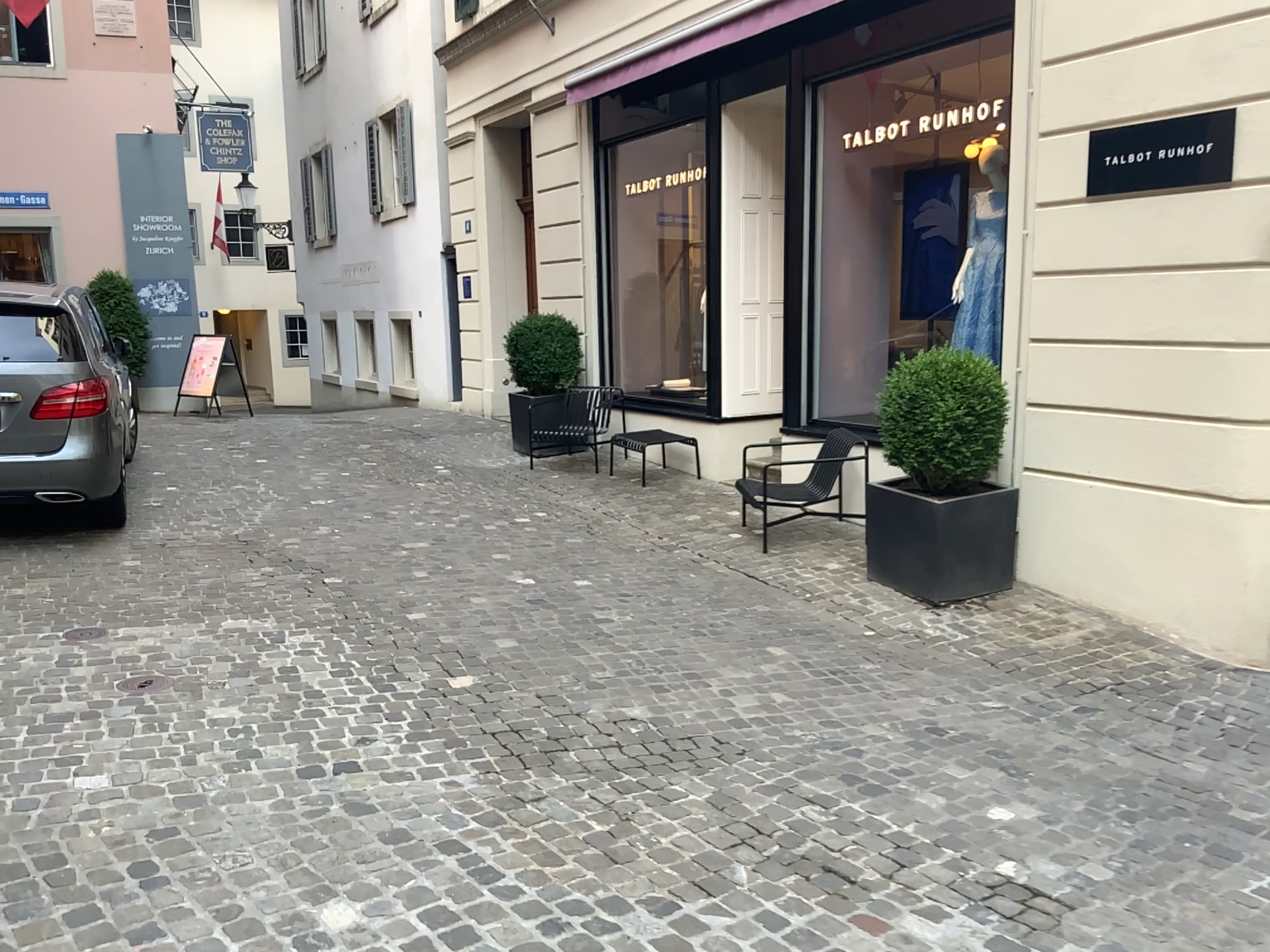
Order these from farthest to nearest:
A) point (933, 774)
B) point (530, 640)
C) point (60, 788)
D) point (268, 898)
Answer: point (530, 640)
point (933, 774)
point (60, 788)
point (268, 898)
